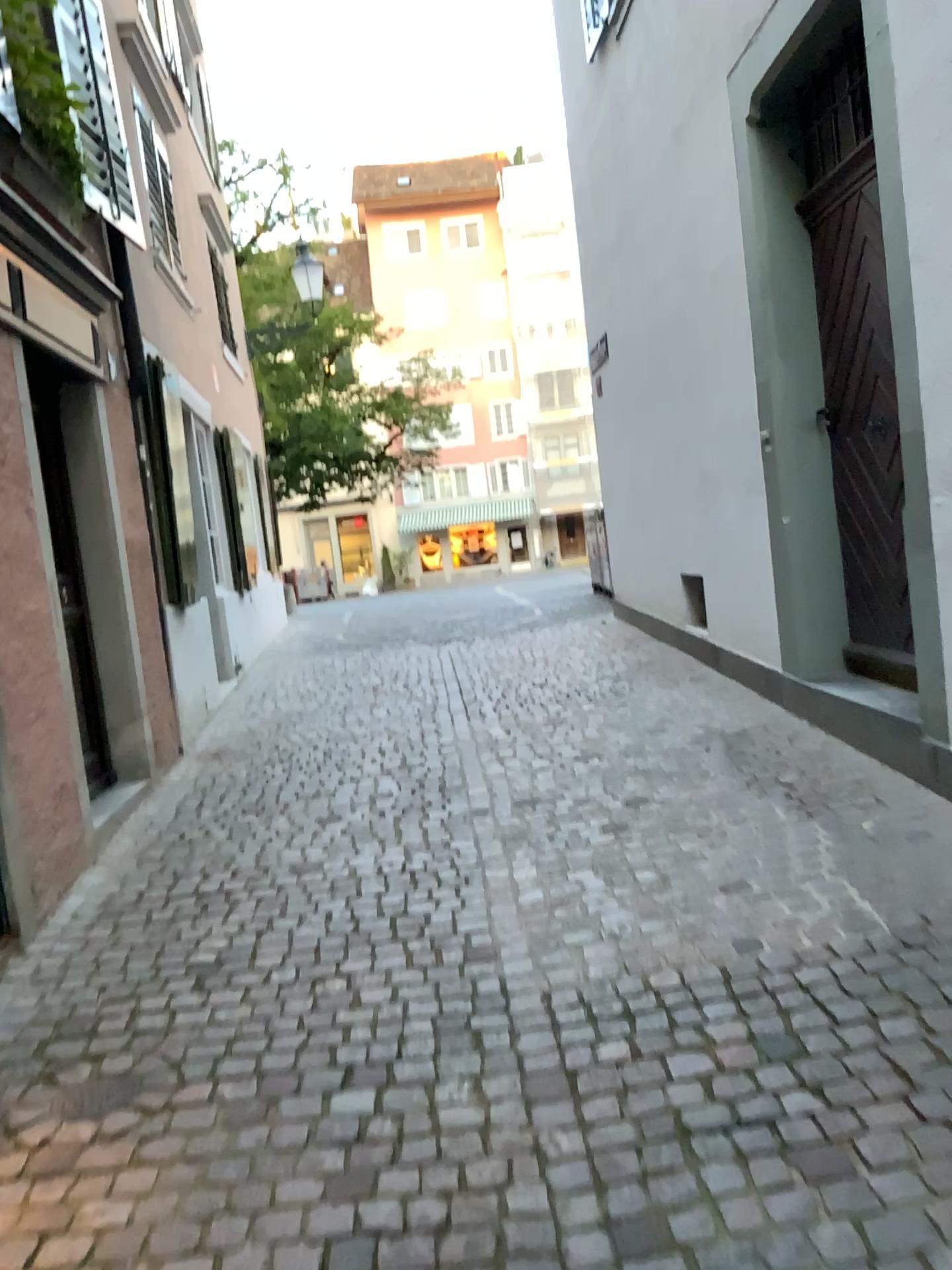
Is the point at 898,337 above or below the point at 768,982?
above
